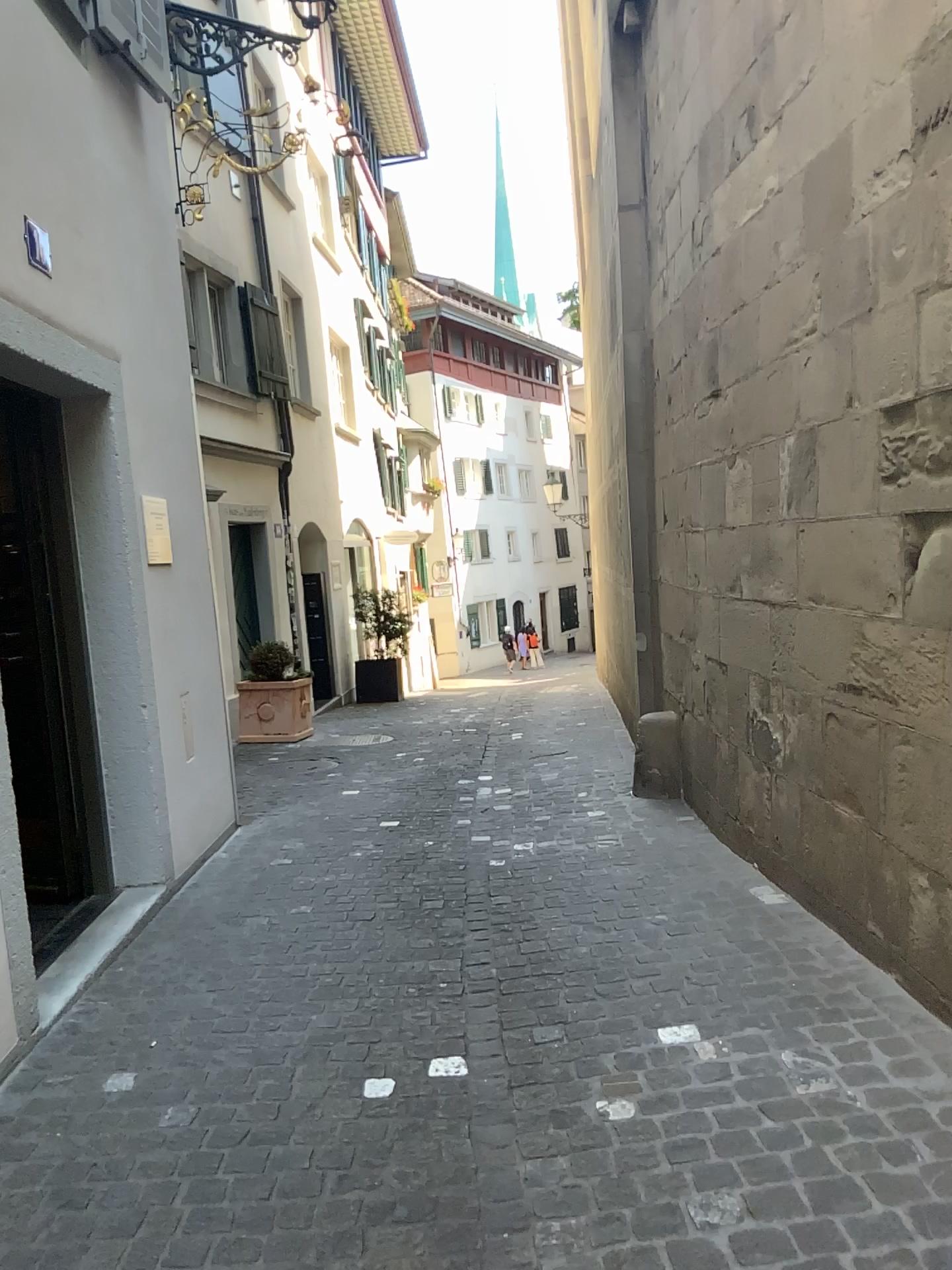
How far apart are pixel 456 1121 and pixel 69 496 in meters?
3.0
